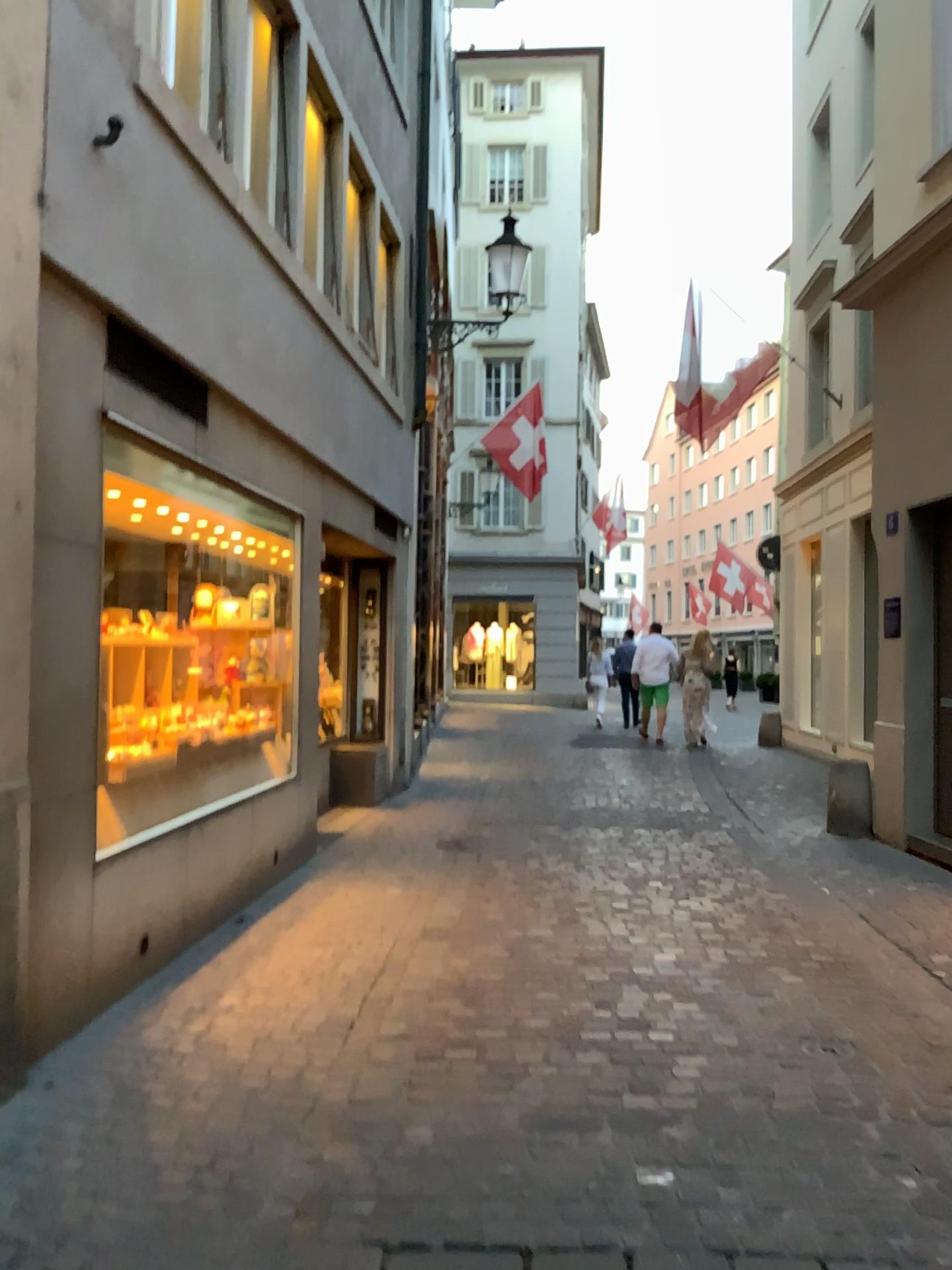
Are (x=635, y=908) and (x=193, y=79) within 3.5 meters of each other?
no
